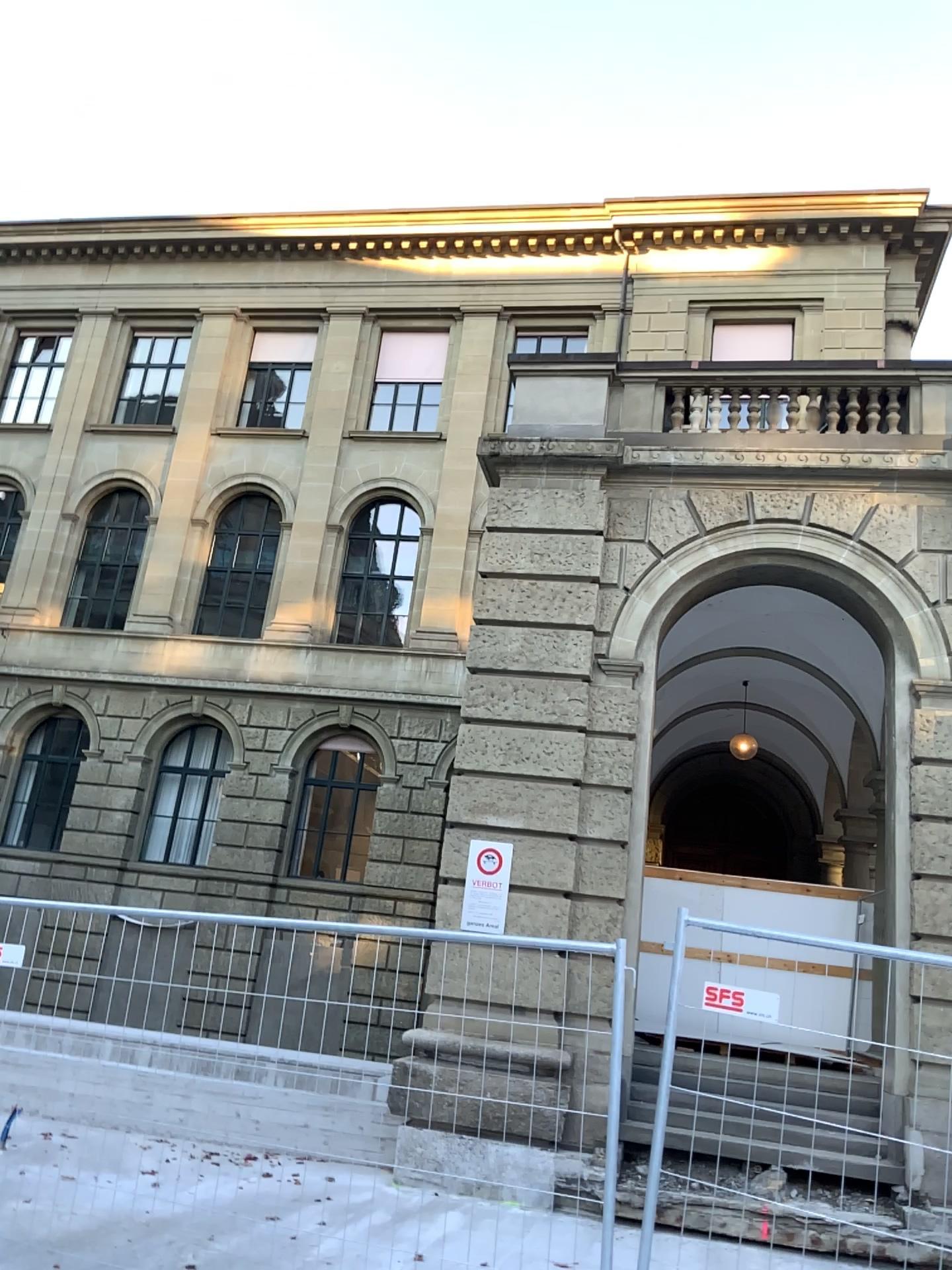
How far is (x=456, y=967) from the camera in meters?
4.3 m
